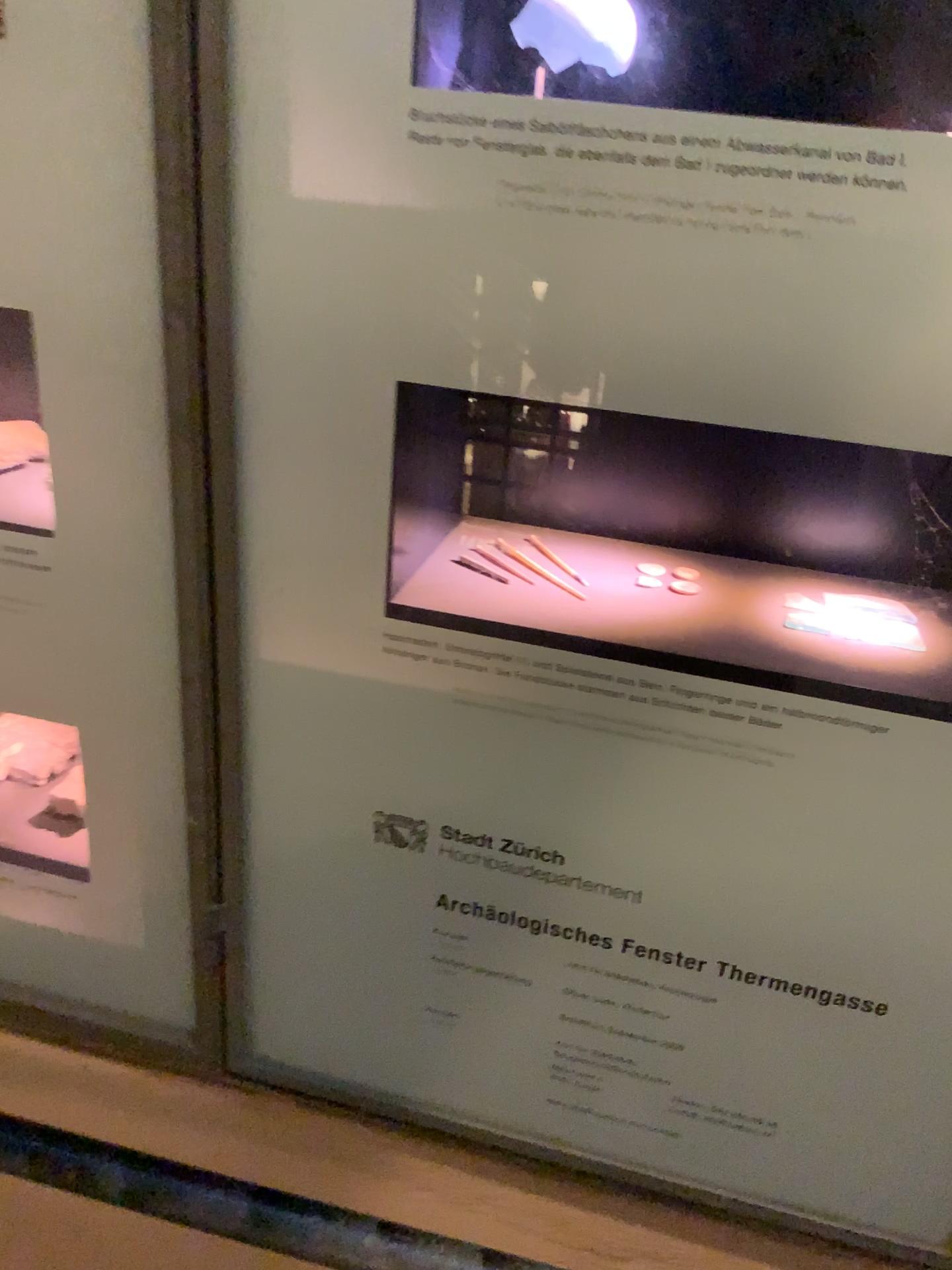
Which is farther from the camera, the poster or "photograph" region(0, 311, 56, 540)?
"photograph" region(0, 311, 56, 540)

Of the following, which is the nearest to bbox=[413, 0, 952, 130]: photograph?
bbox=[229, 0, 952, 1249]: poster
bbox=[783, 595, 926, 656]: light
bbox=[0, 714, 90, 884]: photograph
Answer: bbox=[229, 0, 952, 1249]: poster

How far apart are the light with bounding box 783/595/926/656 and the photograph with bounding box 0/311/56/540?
0.5m

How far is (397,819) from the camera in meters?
0.7 m

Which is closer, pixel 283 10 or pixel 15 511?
pixel 283 10

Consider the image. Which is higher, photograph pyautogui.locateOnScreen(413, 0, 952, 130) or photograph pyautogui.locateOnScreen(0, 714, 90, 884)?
photograph pyautogui.locateOnScreen(413, 0, 952, 130)

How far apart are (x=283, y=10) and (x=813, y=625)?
0.5m

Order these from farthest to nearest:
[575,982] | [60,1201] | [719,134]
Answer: [60,1201] < [575,982] < [719,134]

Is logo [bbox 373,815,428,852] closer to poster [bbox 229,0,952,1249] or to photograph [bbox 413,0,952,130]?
poster [bbox 229,0,952,1249]

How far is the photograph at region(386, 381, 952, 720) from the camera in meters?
0.7
